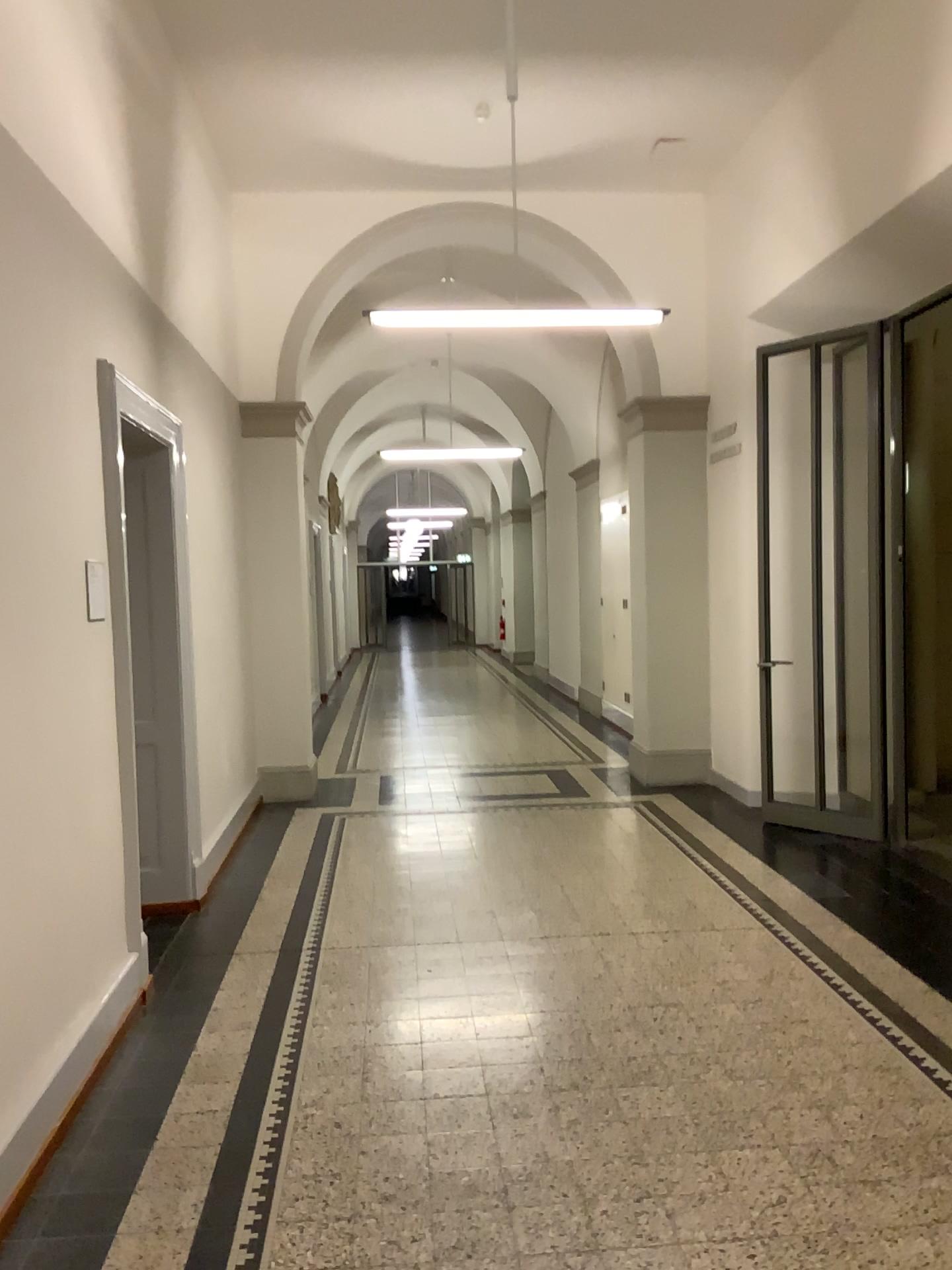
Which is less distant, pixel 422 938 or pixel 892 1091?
pixel 892 1091
